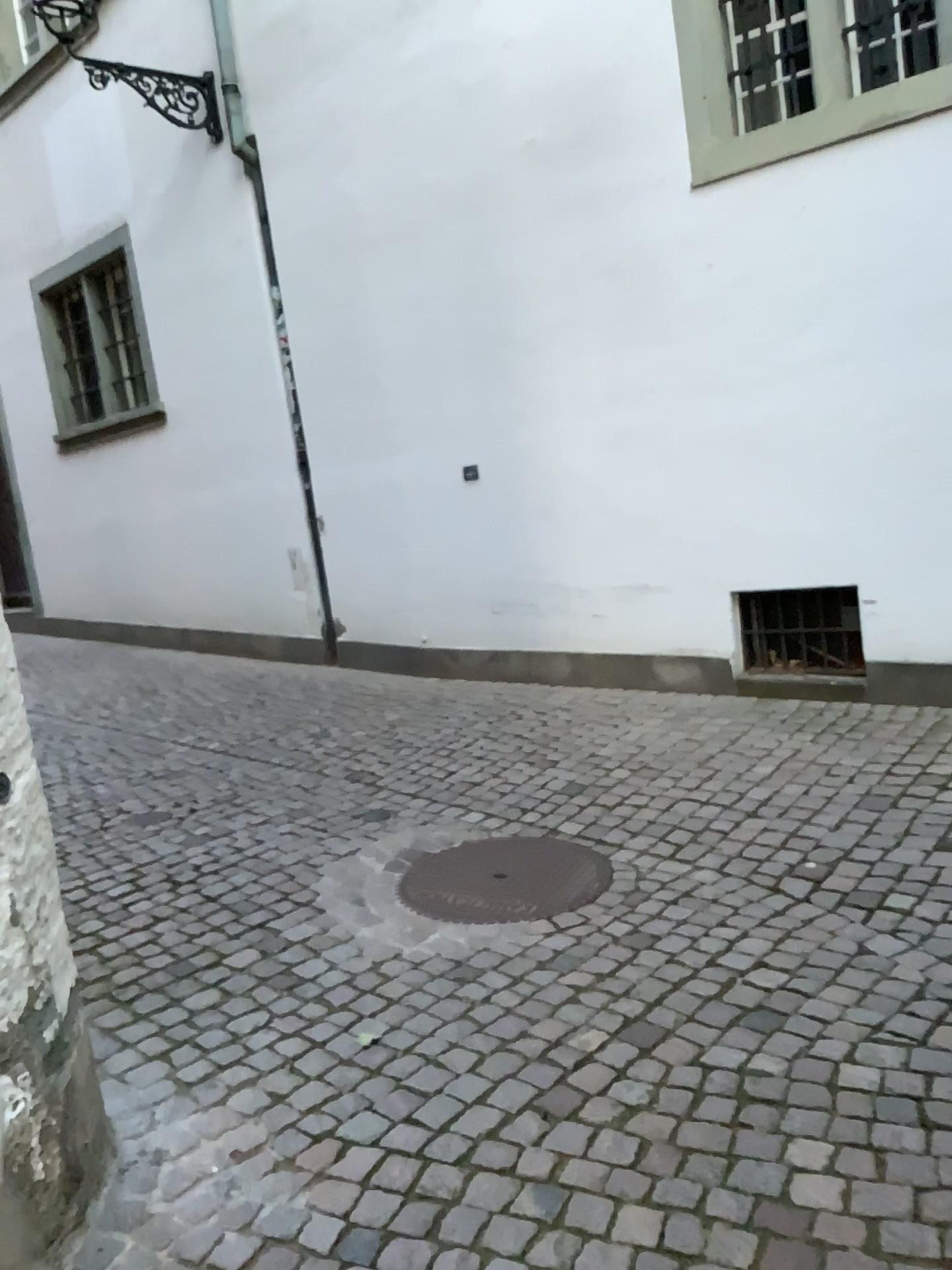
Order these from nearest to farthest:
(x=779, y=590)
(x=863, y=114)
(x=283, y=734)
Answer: (x=863, y=114) → (x=779, y=590) → (x=283, y=734)

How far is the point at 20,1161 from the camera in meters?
1.9

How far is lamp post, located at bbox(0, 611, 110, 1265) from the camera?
1.88m

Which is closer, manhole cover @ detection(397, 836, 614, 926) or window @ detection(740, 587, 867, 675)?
manhole cover @ detection(397, 836, 614, 926)

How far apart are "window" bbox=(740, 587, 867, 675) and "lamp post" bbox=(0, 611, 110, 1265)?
3.6m

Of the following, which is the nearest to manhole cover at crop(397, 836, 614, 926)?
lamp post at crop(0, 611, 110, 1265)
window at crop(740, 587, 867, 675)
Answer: lamp post at crop(0, 611, 110, 1265)

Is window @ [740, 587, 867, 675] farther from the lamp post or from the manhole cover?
the lamp post

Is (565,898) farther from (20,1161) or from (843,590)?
(843,590)

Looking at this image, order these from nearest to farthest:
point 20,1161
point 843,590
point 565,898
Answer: point 20,1161, point 565,898, point 843,590

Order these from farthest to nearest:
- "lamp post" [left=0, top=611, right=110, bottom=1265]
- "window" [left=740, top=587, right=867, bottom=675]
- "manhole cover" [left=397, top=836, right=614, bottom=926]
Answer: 1. "window" [left=740, top=587, right=867, bottom=675]
2. "manhole cover" [left=397, top=836, right=614, bottom=926]
3. "lamp post" [left=0, top=611, right=110, bottom=1265]
